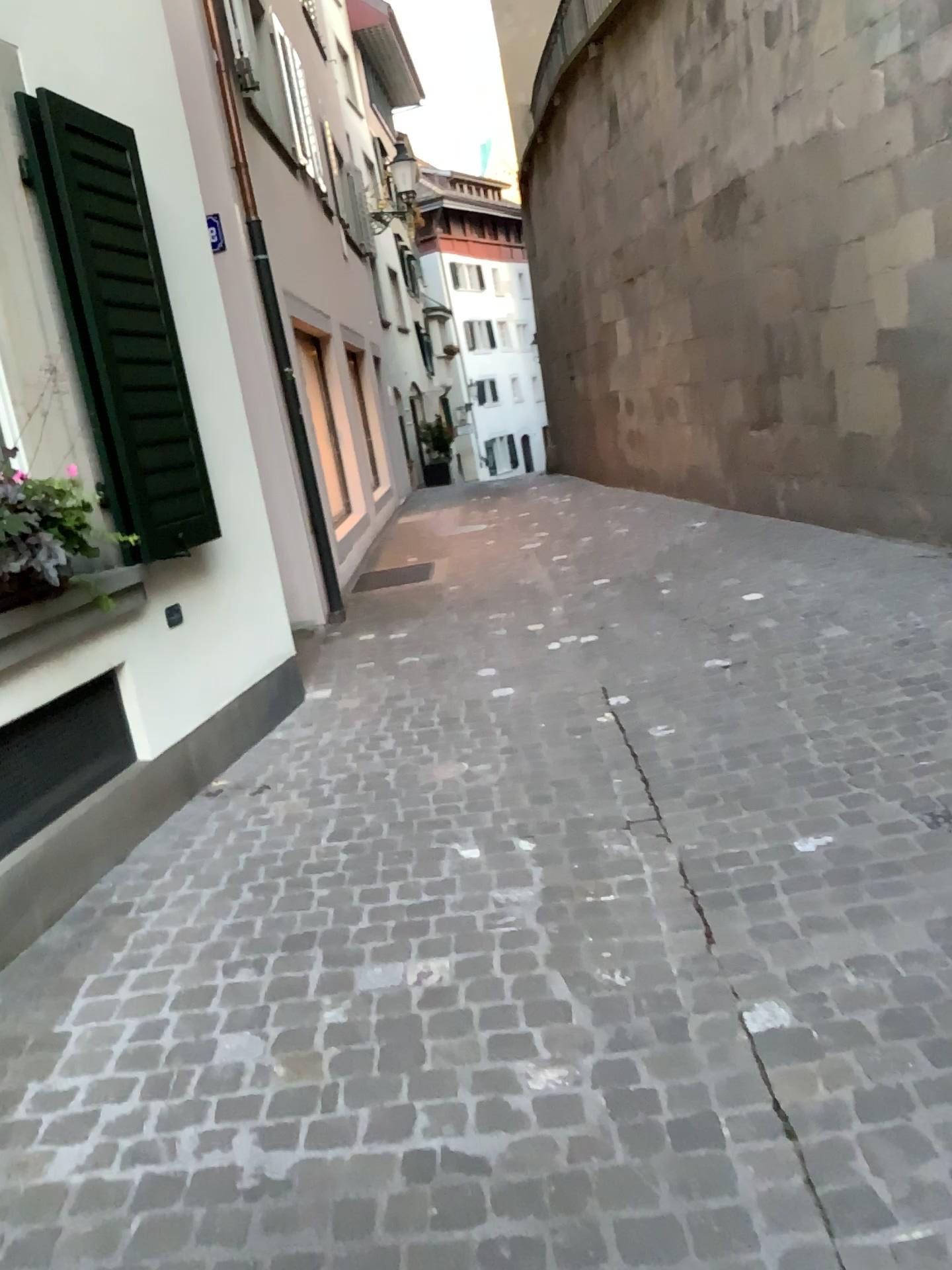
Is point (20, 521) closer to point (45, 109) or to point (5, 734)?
point (5, 734)

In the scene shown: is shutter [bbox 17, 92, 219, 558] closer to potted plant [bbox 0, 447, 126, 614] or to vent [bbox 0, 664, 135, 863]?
potted plant [bbox 0, 447, 126, 614]

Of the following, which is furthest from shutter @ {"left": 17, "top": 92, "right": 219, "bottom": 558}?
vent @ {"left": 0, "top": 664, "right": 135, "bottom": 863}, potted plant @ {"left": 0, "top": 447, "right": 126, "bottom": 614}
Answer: vent @ {"left": 0, "top": 664, "right": 135, "bottom": 863}

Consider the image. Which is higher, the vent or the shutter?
the shutter

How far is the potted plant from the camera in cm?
301

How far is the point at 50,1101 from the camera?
2.21m

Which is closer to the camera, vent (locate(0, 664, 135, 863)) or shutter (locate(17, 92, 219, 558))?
vent (locate(0, 664, 135, 863))

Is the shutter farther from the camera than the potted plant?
Yes

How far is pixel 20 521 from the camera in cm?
301

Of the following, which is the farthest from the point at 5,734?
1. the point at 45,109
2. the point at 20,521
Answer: the point at 45,109
